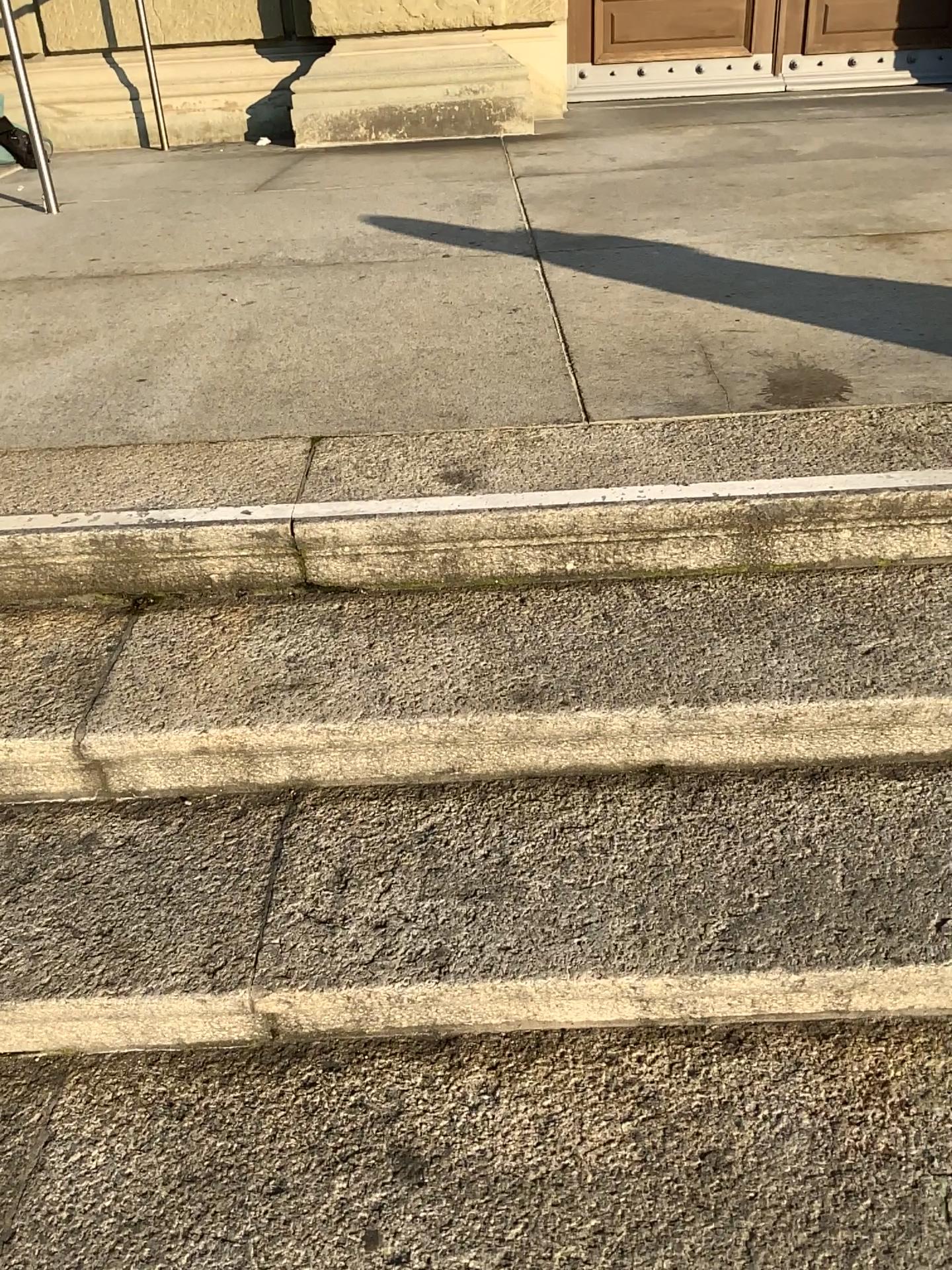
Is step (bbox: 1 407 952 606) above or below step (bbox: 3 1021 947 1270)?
above

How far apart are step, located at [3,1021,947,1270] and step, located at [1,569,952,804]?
0.33m

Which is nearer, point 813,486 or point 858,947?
point 858,947

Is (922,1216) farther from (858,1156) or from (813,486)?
(813,486)

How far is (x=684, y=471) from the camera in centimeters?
164cm

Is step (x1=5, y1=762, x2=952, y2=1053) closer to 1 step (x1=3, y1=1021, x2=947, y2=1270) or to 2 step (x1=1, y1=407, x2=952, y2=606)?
1 step (x1=3, y1=1021, x2=947, y2=1270)

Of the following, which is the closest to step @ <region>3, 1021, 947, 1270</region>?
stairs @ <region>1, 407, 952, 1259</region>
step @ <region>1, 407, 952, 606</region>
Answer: stairs @ <region>1, 407, 952, 1259</region>

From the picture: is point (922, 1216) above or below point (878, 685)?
below

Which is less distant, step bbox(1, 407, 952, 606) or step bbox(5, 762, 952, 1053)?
step bbox(5, 762, 952, 1053)

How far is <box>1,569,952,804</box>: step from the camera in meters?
1.4
